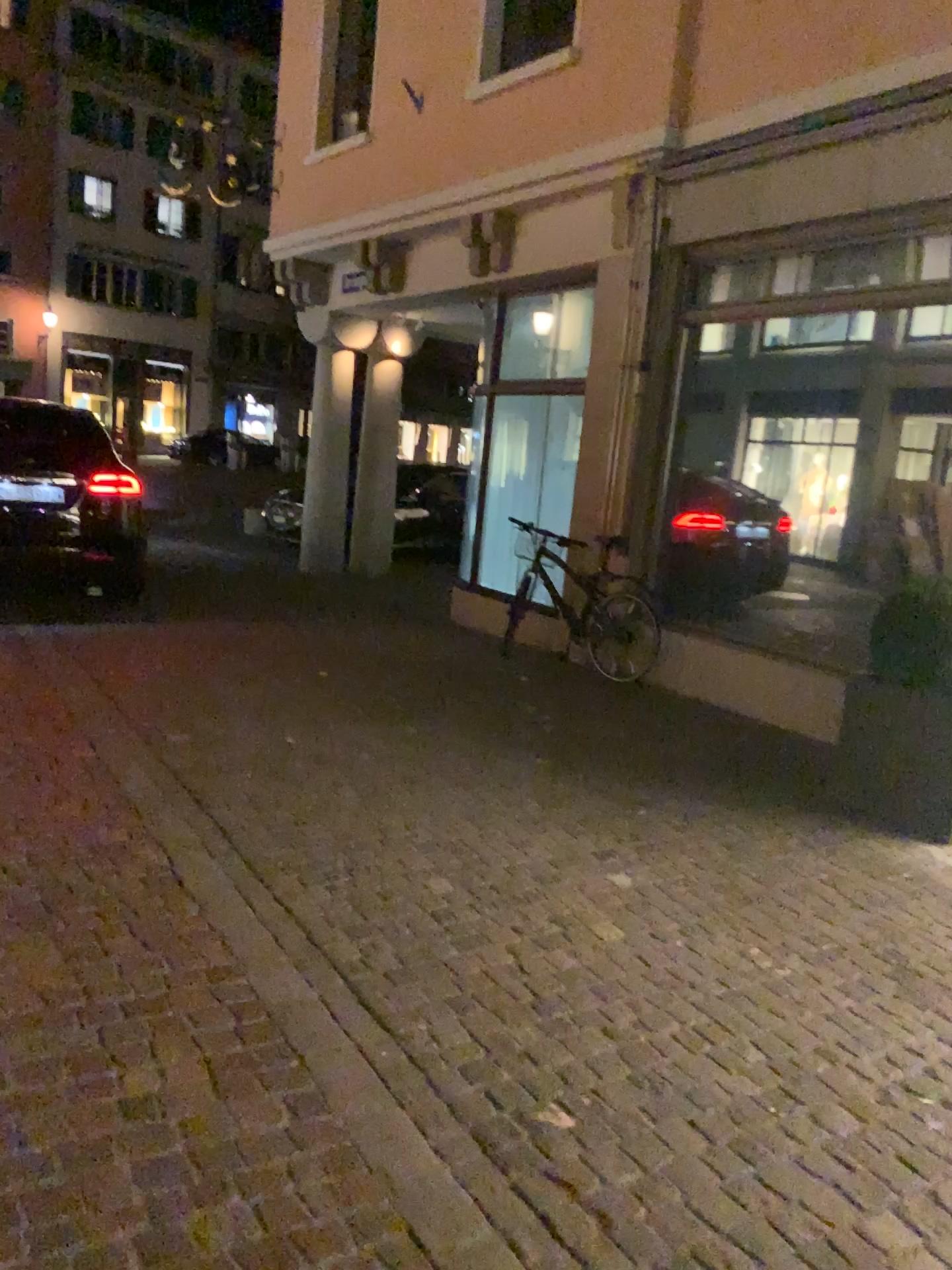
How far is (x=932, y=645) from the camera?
4.4 meters

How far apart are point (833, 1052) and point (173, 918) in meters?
1.9

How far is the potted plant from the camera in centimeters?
445cm

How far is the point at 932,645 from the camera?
4.45m

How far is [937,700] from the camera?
4.4 meters

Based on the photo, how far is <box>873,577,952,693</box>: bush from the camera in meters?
4.4 m

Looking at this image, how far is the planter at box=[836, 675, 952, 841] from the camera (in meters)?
4.45
